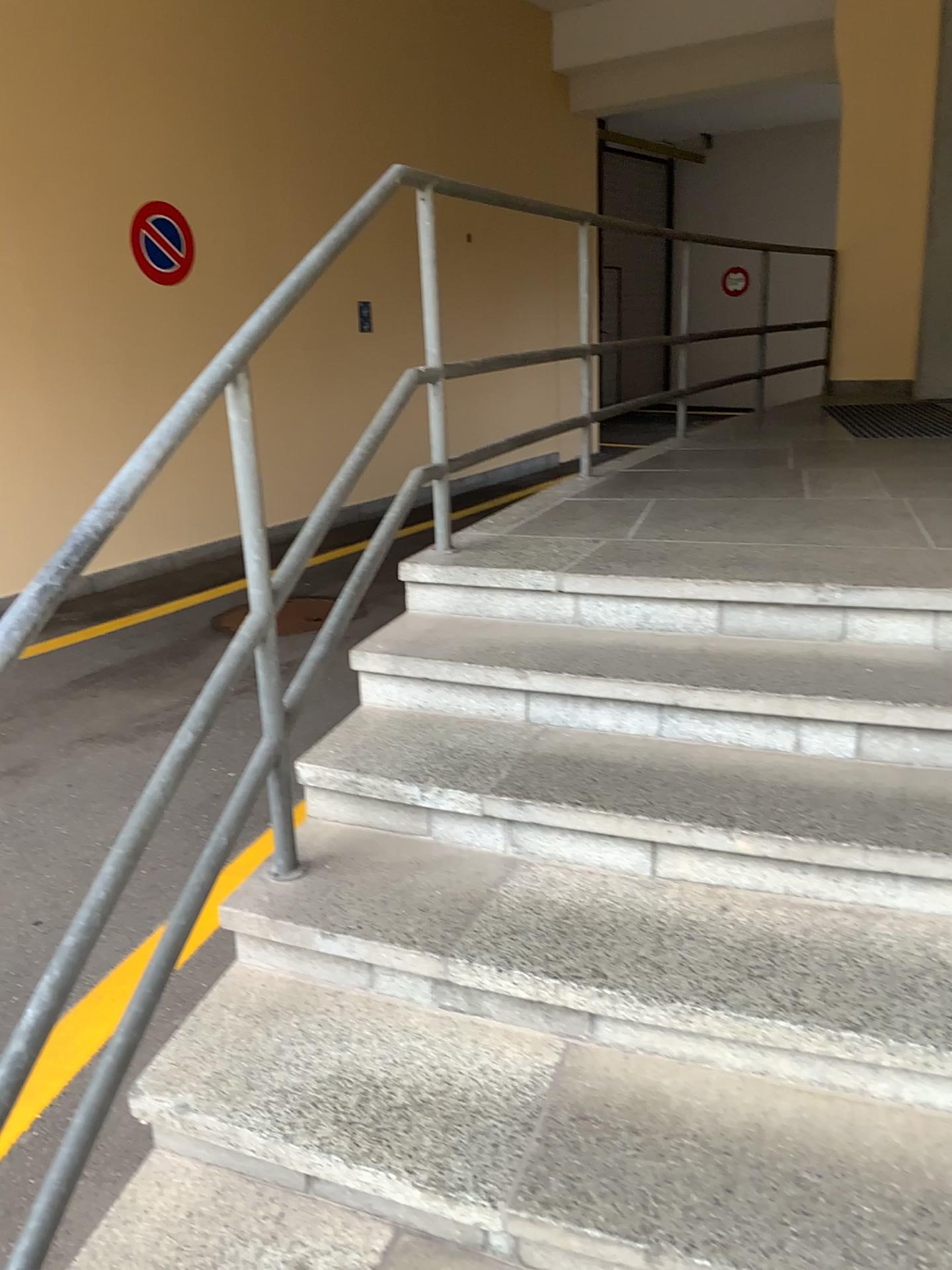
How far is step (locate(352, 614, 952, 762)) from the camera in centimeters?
215cm

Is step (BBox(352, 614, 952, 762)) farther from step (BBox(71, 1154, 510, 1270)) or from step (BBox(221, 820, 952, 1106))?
step (BBox(71, 1154, 510, 1270))

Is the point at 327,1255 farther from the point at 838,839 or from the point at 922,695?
the point at 922,695

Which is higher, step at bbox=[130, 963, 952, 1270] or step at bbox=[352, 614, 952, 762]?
step at bbox=[352, 614, 952, 762]

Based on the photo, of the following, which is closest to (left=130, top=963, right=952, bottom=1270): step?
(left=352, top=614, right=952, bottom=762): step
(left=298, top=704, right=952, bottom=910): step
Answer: (left=298, top=704, right=952, bottom=910): step

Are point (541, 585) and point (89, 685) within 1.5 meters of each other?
no

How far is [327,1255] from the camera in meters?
1.5

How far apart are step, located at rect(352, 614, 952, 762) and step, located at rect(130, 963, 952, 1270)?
0.69m

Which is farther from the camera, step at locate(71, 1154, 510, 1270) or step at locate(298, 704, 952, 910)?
step at locate(298, 704, 952, 910)

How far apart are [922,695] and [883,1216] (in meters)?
1.05
